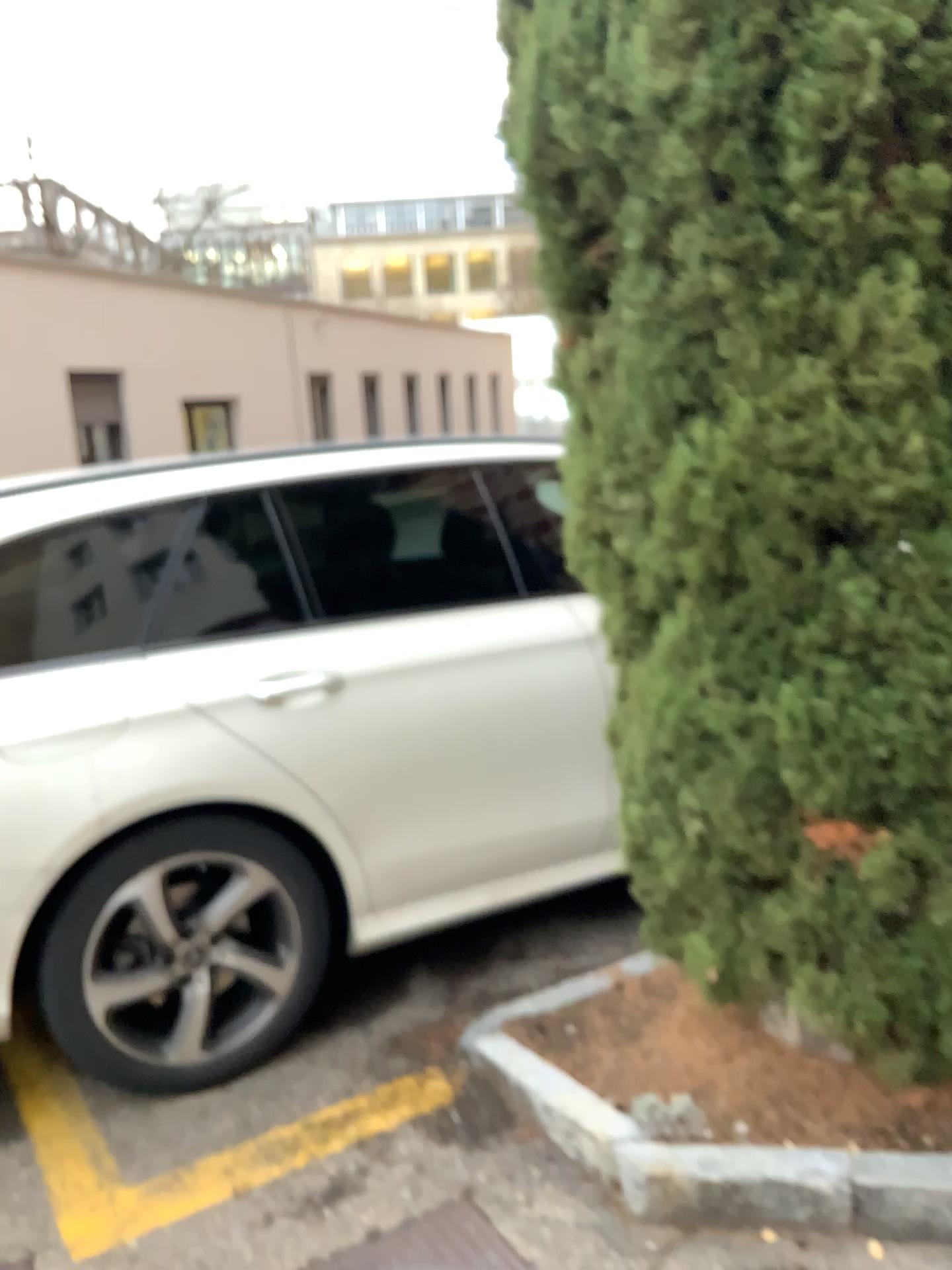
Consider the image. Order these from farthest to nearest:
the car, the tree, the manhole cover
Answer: the car → the manhole cover → the tree

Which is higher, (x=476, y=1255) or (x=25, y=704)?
(x=25, y=704)

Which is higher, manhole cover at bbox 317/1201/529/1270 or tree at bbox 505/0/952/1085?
tree at bbox 505/0/952/1085

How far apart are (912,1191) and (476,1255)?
0.76m

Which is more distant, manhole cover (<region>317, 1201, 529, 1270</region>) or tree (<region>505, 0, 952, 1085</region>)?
manhole cover (<region>317, 1201, 529, 1270</region>)

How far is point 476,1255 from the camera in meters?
1.9 m

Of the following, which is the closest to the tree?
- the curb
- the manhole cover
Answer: the curb

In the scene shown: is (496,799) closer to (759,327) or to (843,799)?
(843,799)

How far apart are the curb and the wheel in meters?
0.8

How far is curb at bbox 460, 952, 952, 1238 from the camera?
1.79m
